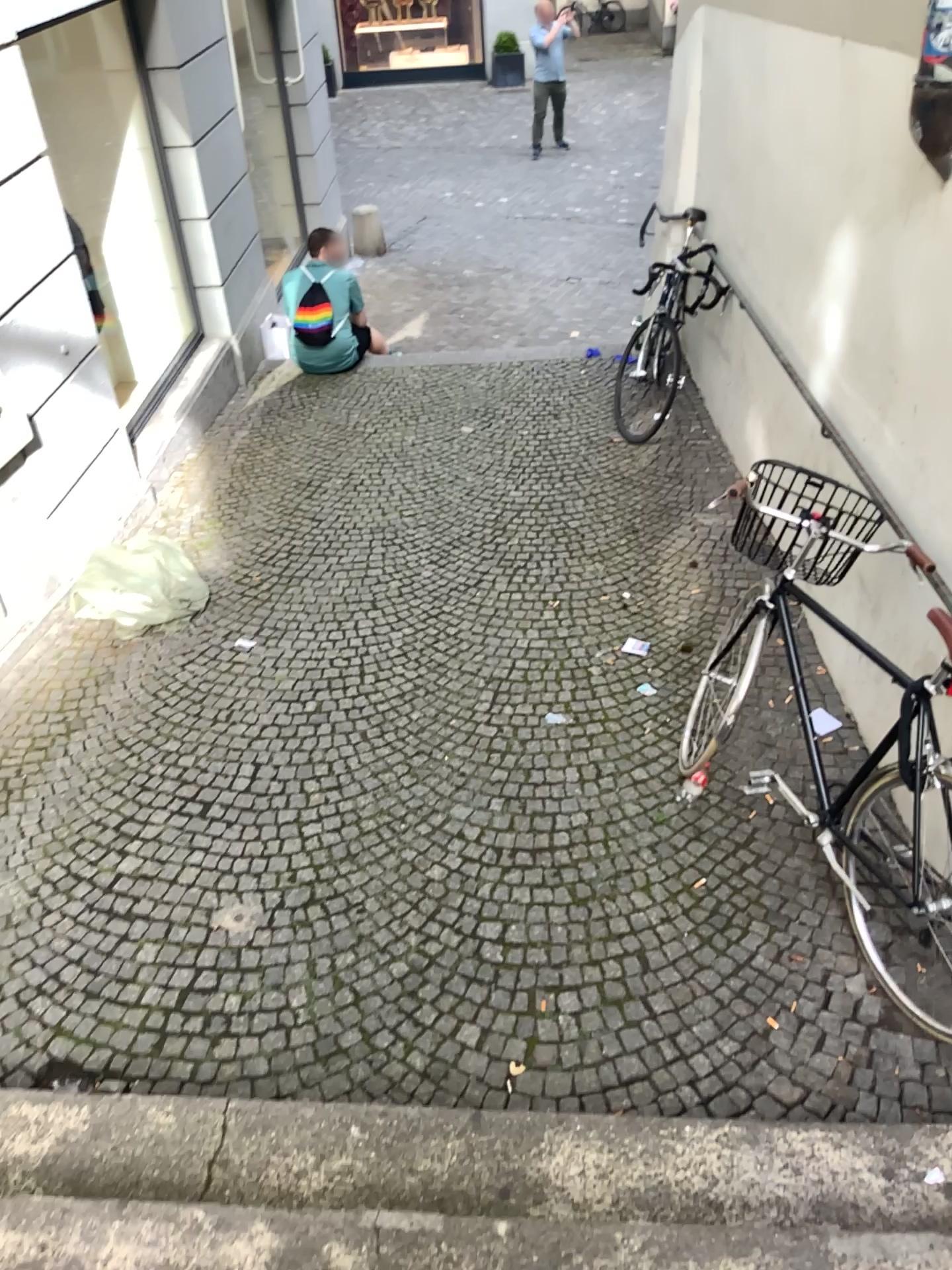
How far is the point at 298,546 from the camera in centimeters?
490cm
